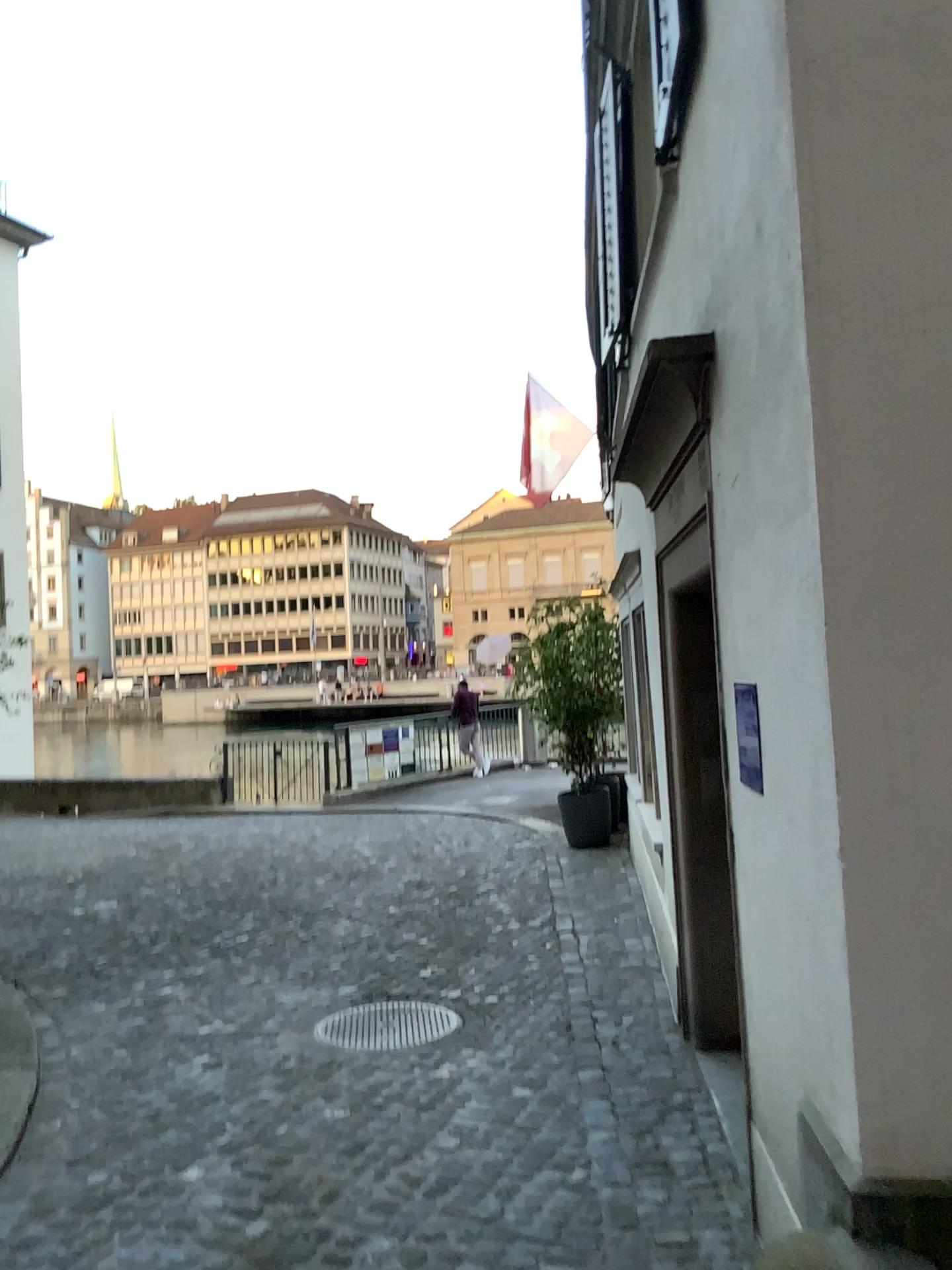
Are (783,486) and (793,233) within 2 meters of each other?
yes
